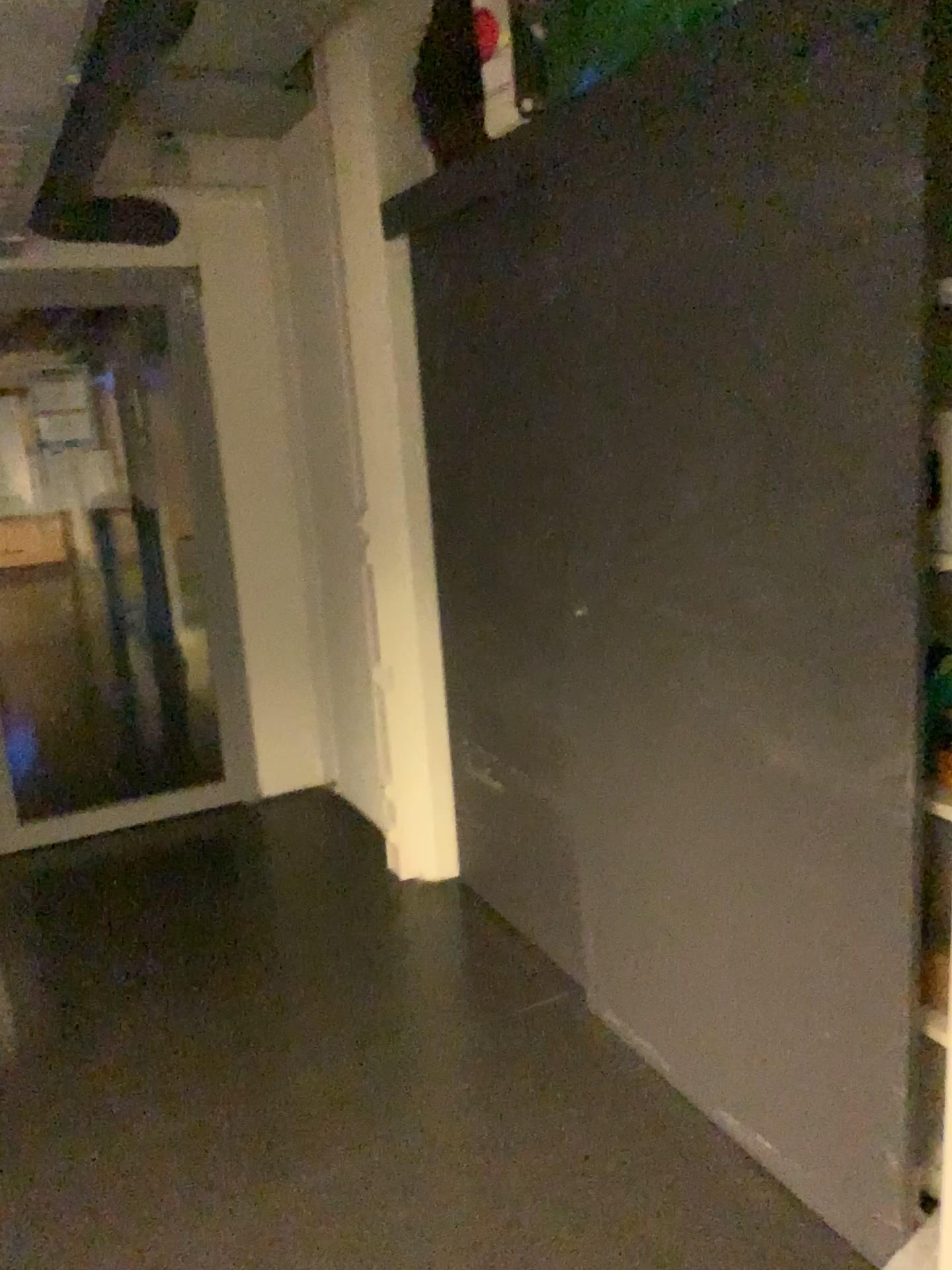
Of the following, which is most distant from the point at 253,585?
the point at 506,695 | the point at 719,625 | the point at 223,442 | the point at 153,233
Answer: the point at 719,625
